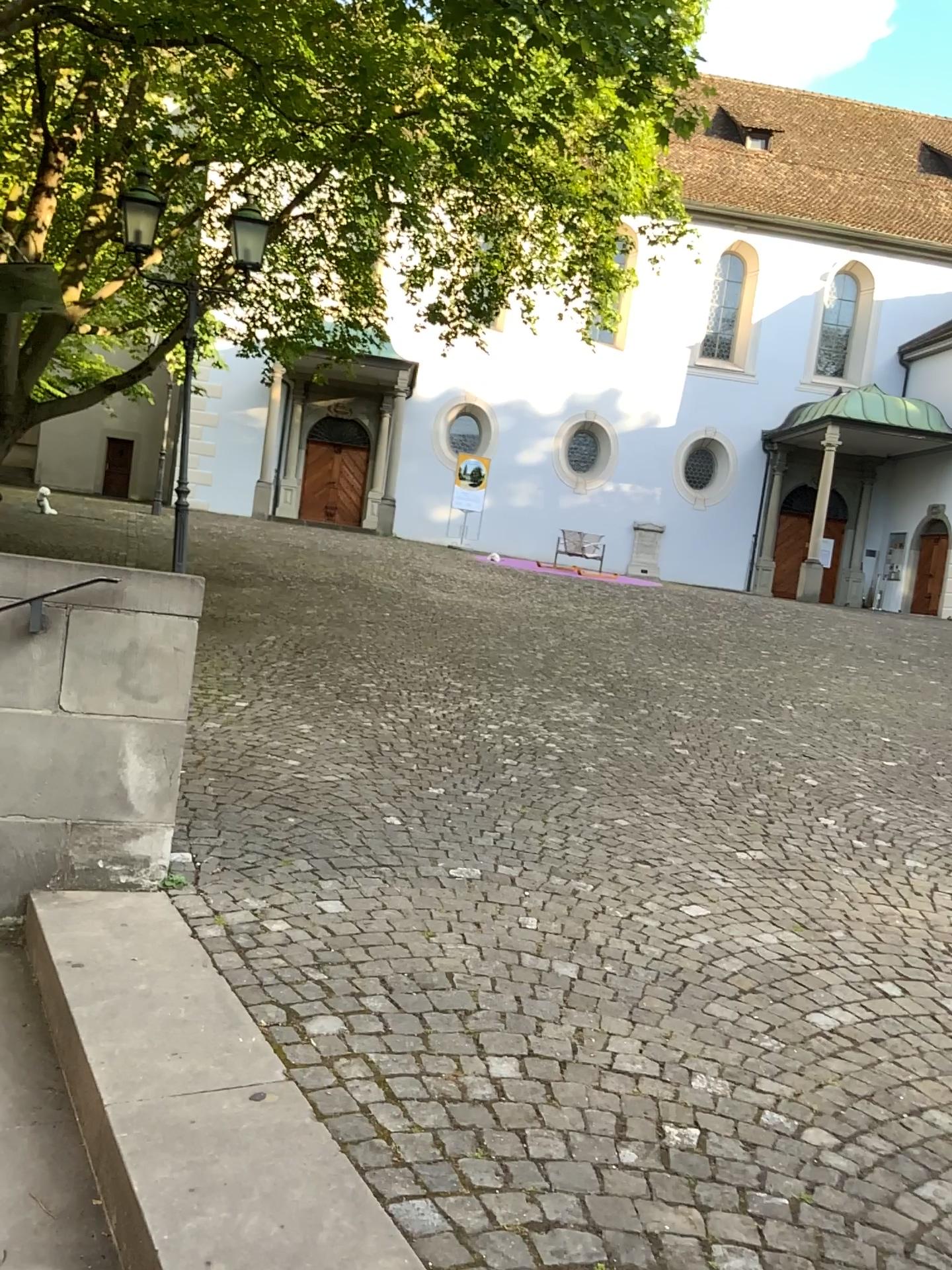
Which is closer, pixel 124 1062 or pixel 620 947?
pixel 124 1062
